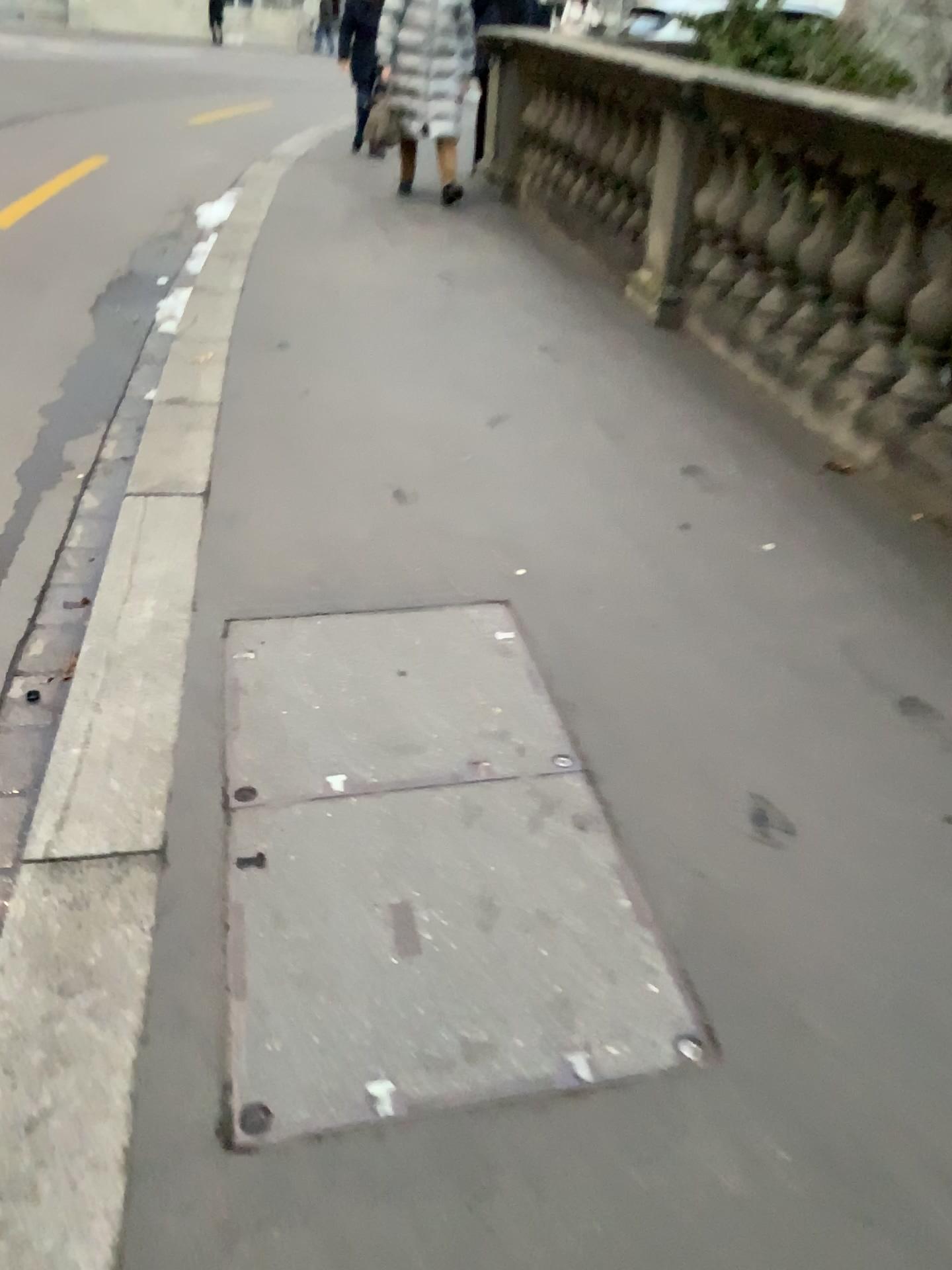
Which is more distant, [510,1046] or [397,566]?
[397,566]
